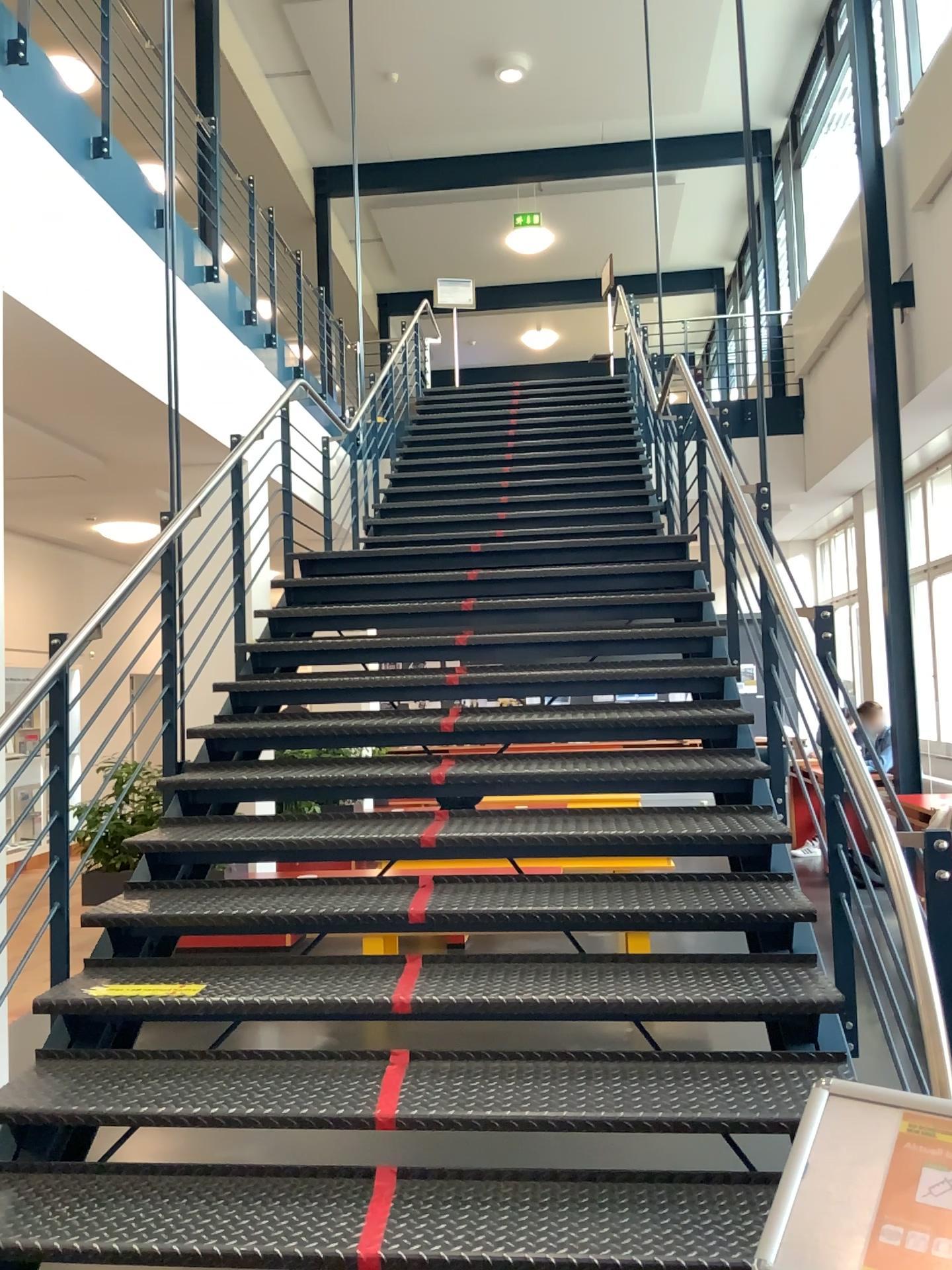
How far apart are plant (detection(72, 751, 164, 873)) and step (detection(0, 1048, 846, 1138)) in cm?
69

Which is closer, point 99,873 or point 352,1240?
point 352,1240

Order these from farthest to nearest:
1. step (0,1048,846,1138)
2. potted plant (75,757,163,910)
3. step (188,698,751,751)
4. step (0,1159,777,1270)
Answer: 1. step (188,698,751,751)
2. potted plant (75,757,163,910)
3. step (0,1048,846,1138)
4. step (0,1159,777,1270)

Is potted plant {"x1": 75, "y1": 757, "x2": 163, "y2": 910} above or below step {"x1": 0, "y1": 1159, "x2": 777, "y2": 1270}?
above

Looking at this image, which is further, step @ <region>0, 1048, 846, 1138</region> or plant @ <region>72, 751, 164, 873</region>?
plant @ <region>72, 751, 164, 873</region>

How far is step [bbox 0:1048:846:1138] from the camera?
2.5 meters

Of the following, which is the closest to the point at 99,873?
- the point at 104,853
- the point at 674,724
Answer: the point at 104,853

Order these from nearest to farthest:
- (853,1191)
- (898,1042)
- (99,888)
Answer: (853,1191)
(898,1042)
(99,888)

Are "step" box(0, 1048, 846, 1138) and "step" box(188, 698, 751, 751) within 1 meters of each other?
no

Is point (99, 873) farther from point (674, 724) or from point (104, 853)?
point (674, 724)
